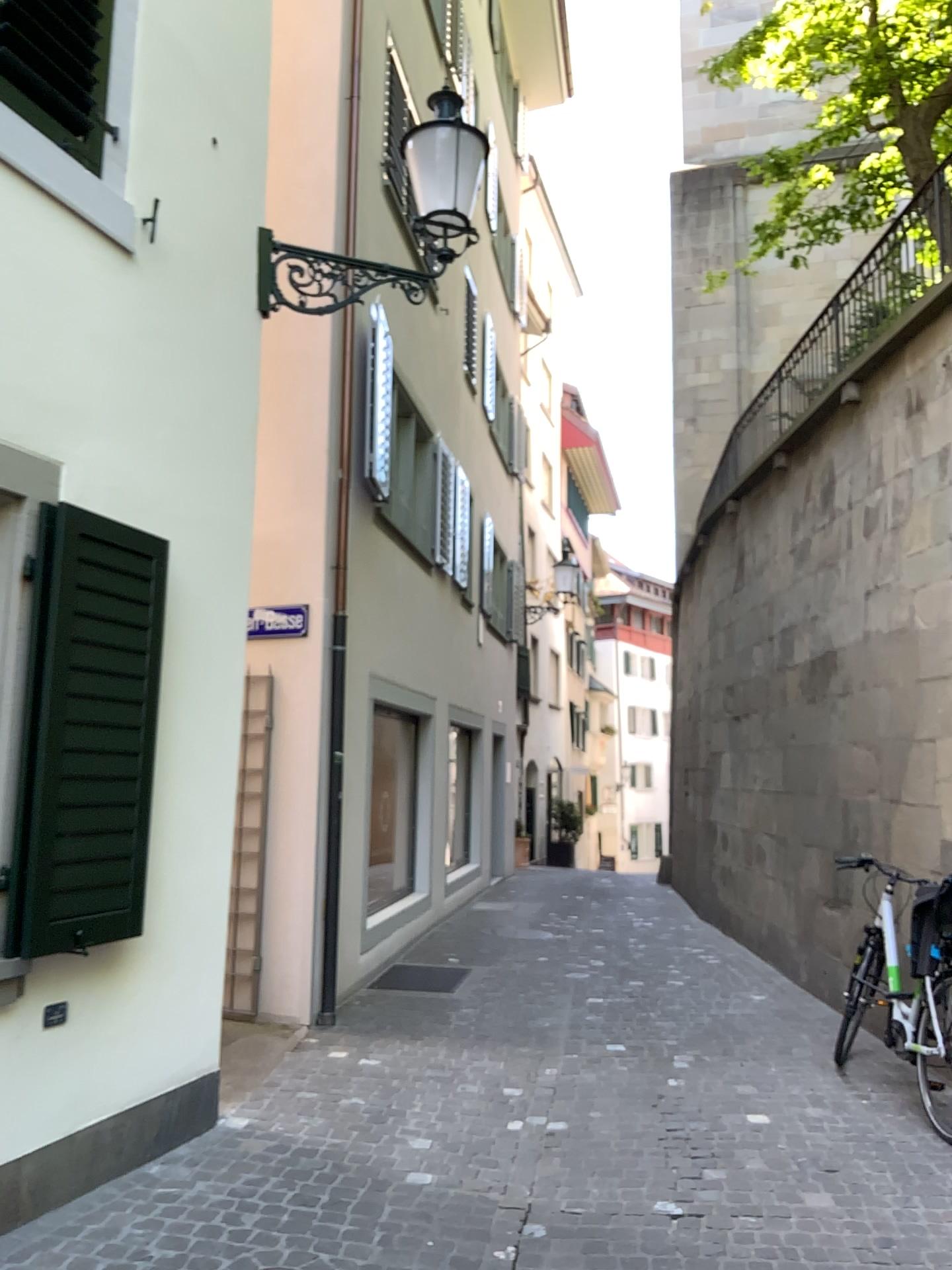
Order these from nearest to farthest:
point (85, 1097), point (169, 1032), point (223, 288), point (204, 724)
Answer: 1. point (85, 1097)
2. point (169, 1032)
3. point (204, 724)
4. point (223, 288)
